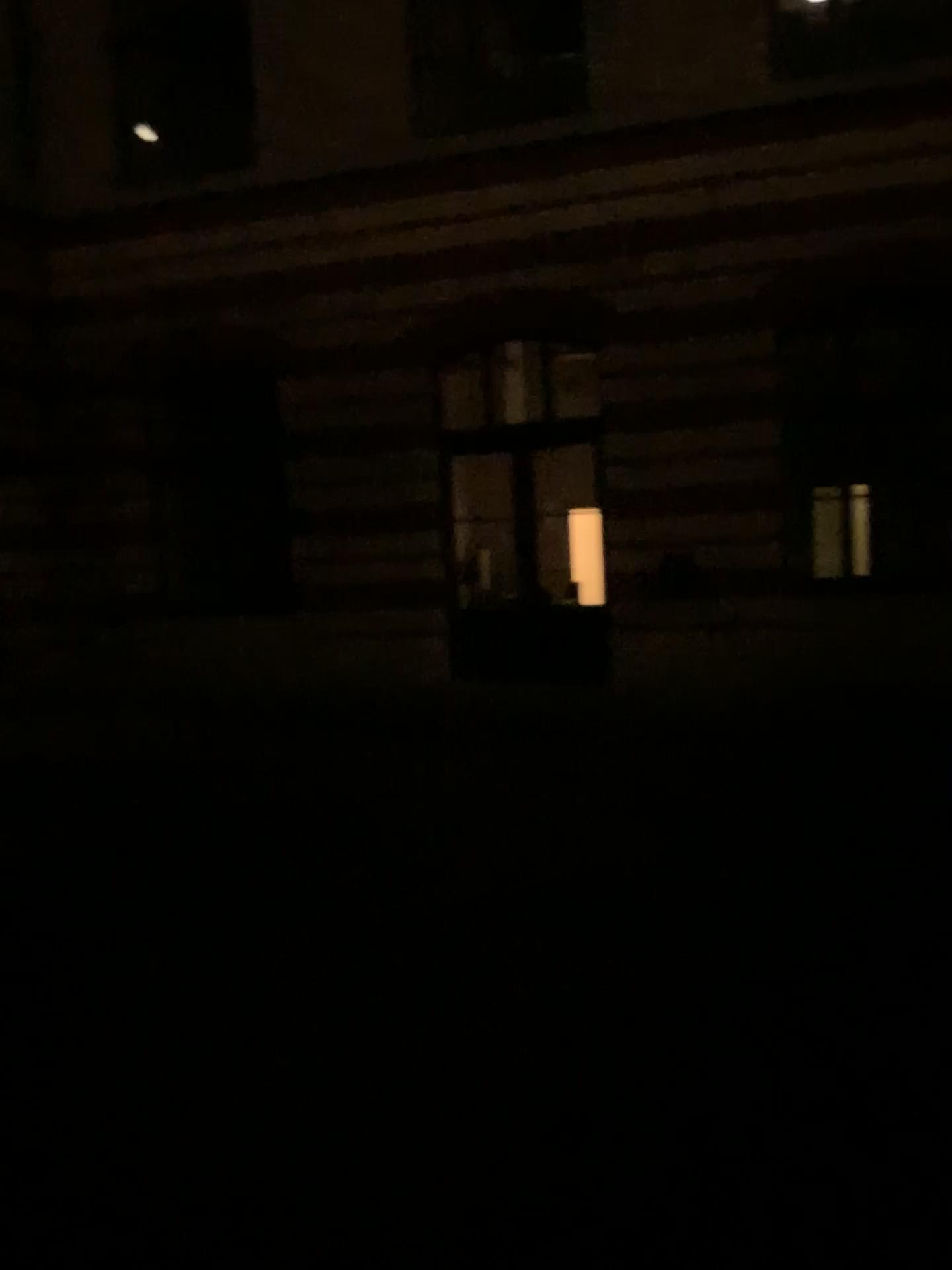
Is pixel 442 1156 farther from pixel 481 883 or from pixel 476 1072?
pixel 481 883
